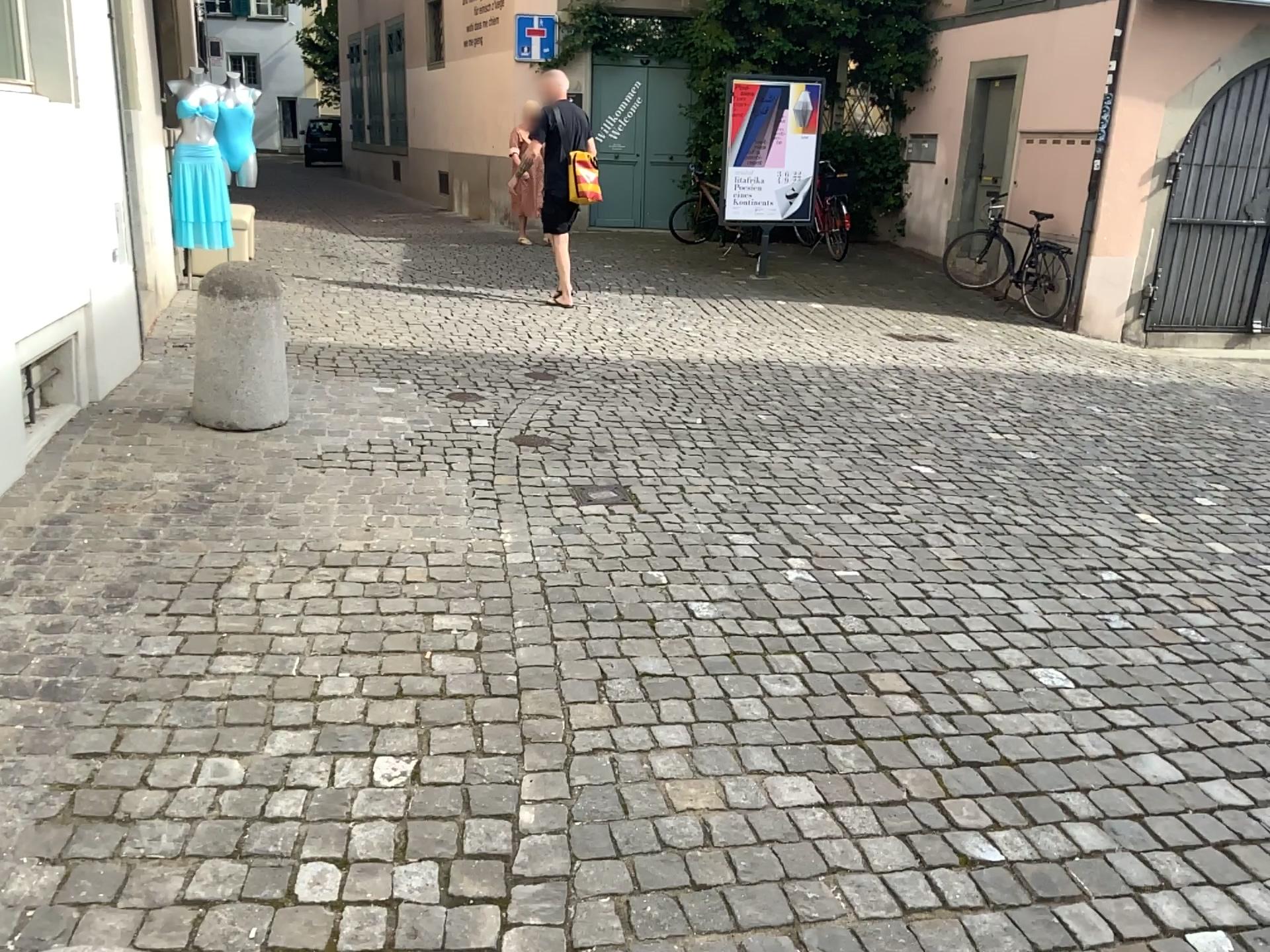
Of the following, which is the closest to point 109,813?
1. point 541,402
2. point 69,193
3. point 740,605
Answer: point 740,605

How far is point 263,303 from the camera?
4.4 meters

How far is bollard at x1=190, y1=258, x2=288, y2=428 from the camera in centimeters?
441cm
